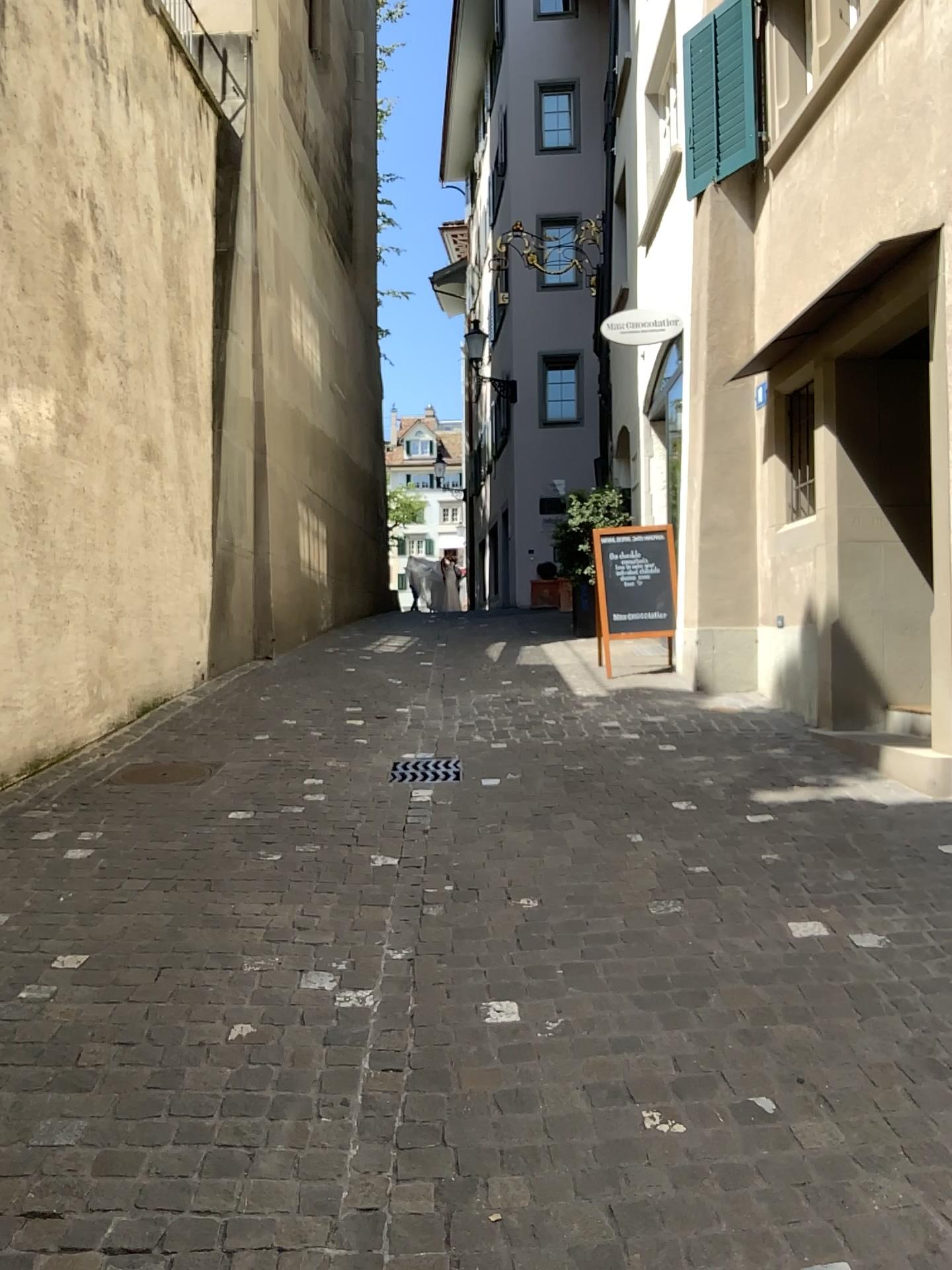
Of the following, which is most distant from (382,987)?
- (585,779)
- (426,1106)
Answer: (585,779)
